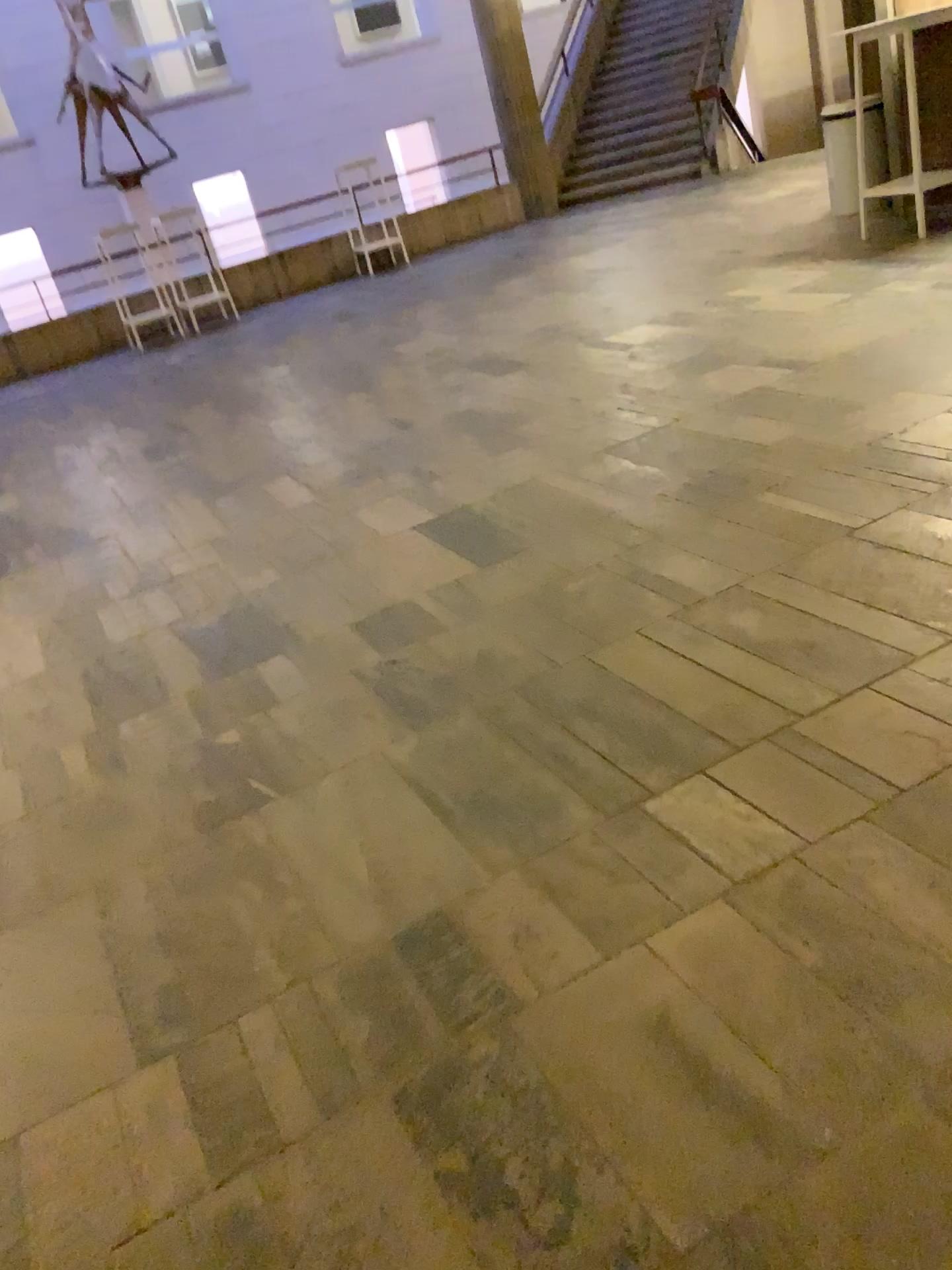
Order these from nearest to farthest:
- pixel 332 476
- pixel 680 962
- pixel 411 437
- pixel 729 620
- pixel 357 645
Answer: pixel 680 962
pixel 729 620
pixel 357 645
pixel 332 476
pixel 411 437
